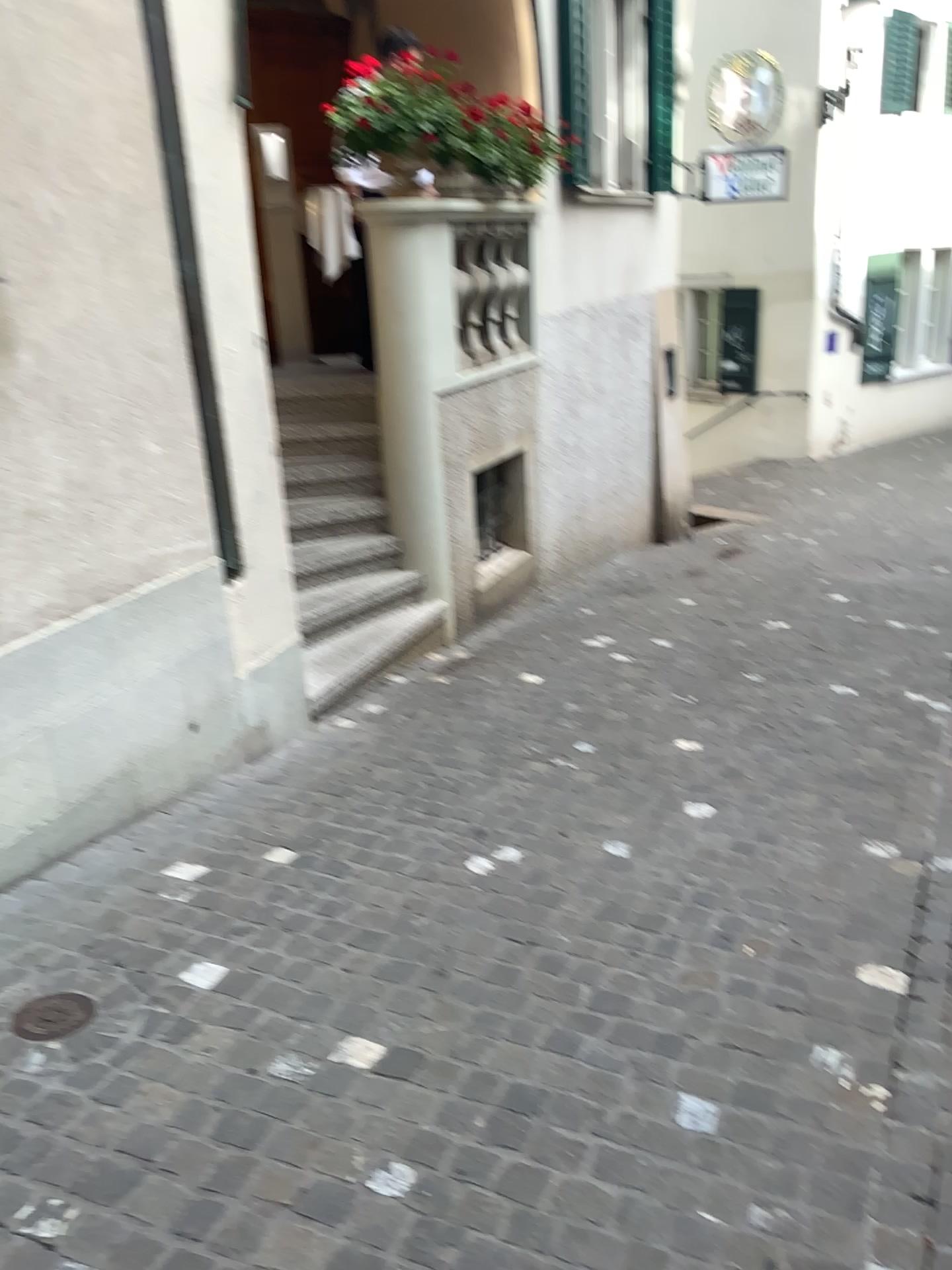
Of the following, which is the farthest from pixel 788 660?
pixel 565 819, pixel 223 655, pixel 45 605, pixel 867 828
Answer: pixel 45 605

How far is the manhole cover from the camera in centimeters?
241cm

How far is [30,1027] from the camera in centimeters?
241cm
